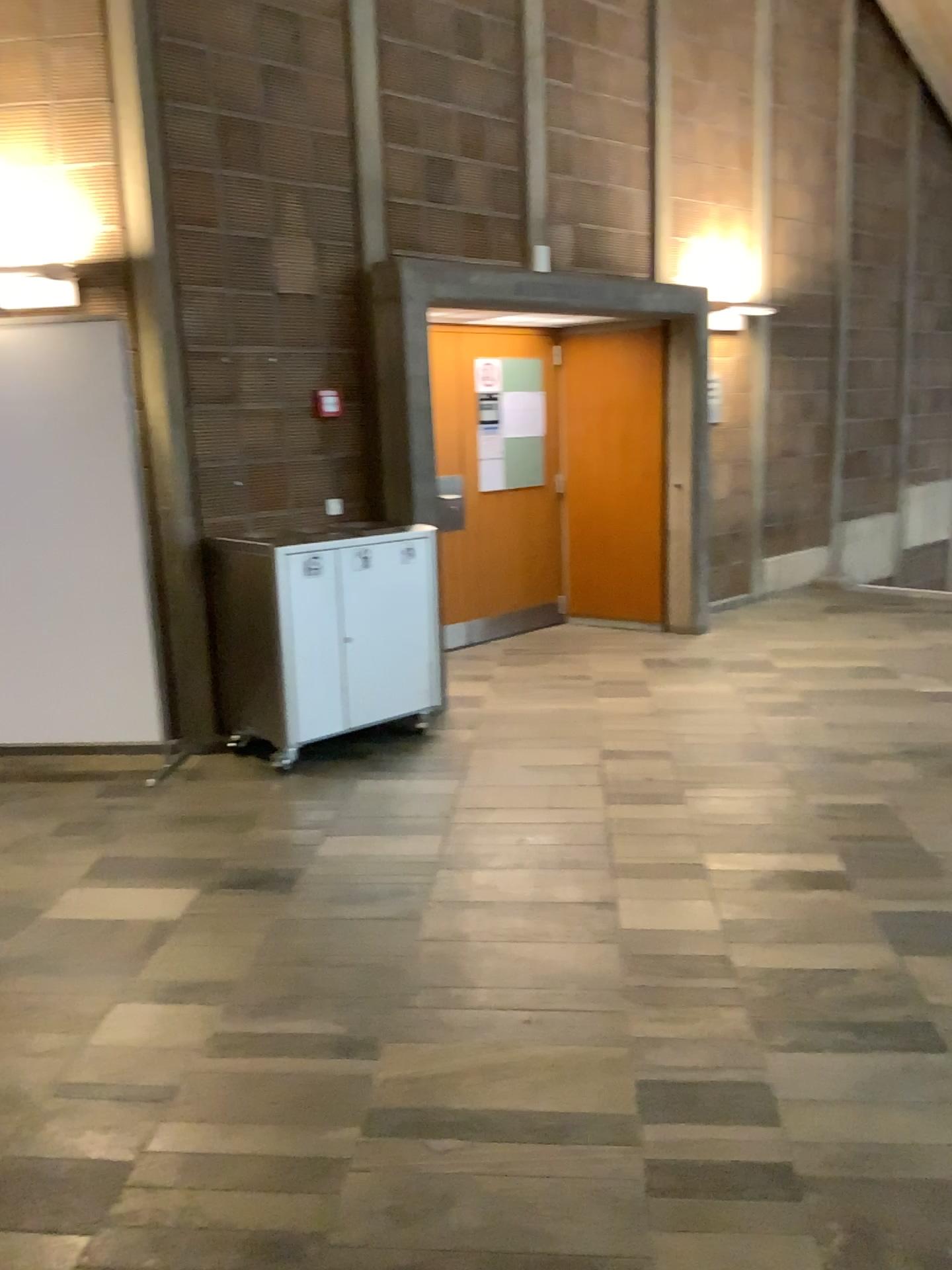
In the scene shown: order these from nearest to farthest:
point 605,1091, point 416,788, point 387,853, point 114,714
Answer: point 605,1091 < point 387,853 < point 416,788 < point 114,714

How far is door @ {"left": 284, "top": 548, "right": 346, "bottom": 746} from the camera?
4.56m

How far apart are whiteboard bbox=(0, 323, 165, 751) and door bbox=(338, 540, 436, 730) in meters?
0.9 m

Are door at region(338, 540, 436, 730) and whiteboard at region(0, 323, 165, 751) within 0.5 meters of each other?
no

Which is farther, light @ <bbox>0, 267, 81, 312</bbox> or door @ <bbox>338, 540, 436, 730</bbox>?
Answer: door @ <bbox>338, 540, 436, 730</bbox>

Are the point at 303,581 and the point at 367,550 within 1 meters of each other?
yes

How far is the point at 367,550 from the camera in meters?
4.9 m

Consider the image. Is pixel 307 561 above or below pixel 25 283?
below

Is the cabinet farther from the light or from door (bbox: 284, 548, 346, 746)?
the light

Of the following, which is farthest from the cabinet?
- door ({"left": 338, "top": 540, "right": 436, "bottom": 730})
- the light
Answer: the light
